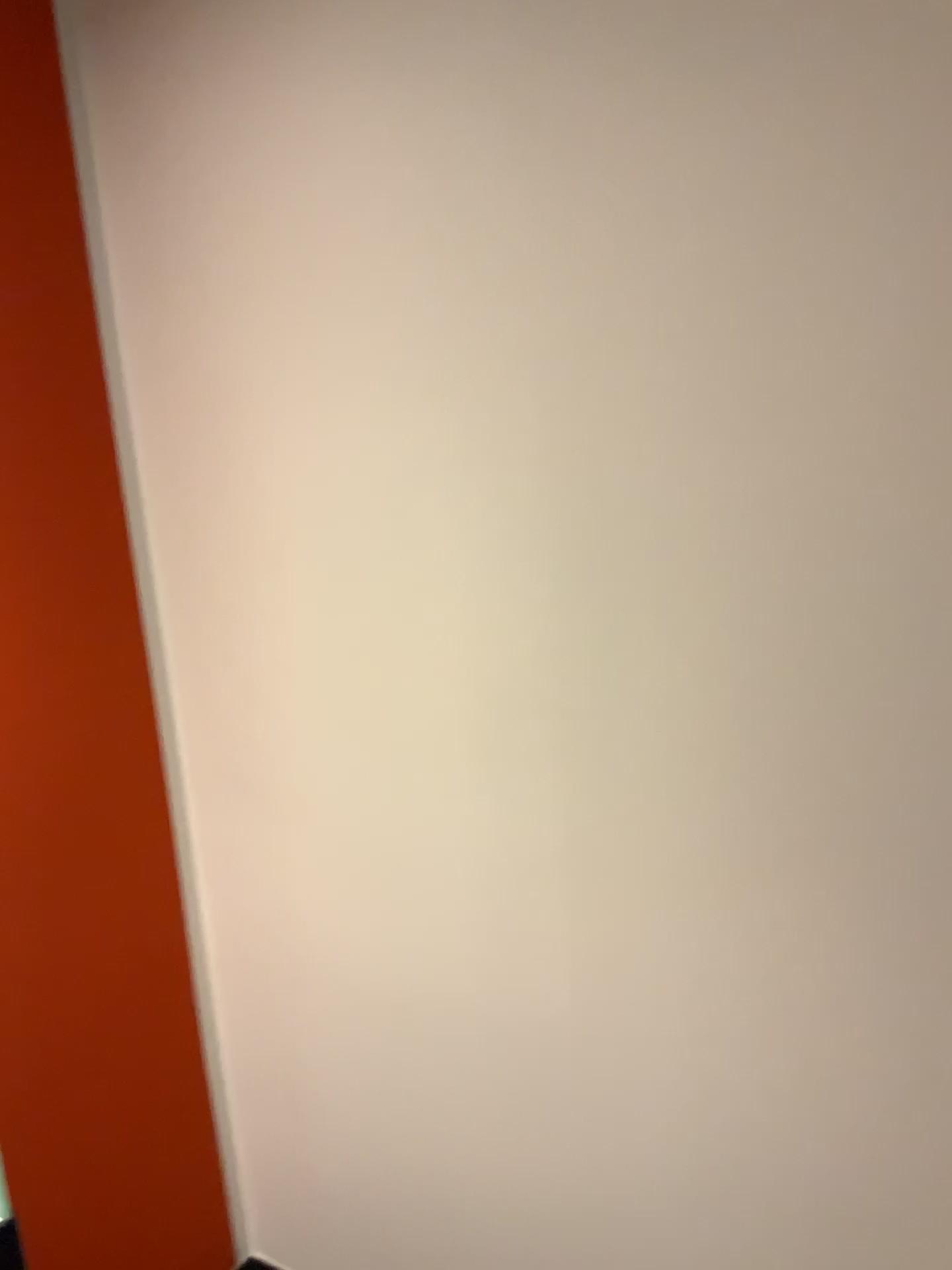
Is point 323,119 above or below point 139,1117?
above
